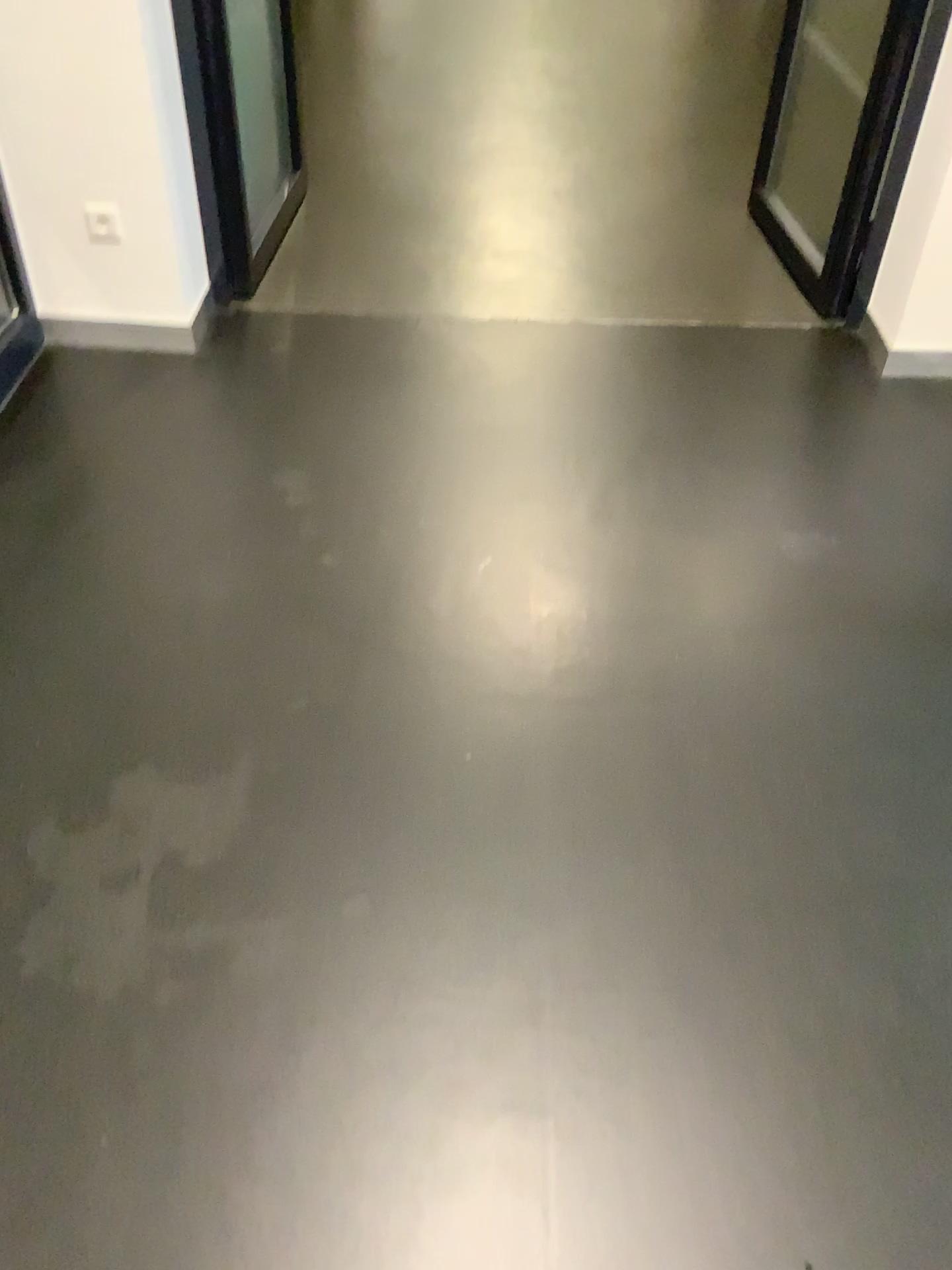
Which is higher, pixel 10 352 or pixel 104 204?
Answer: pixel 104 204

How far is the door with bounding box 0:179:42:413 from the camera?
2.69m

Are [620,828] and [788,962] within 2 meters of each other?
yes

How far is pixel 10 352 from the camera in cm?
269
